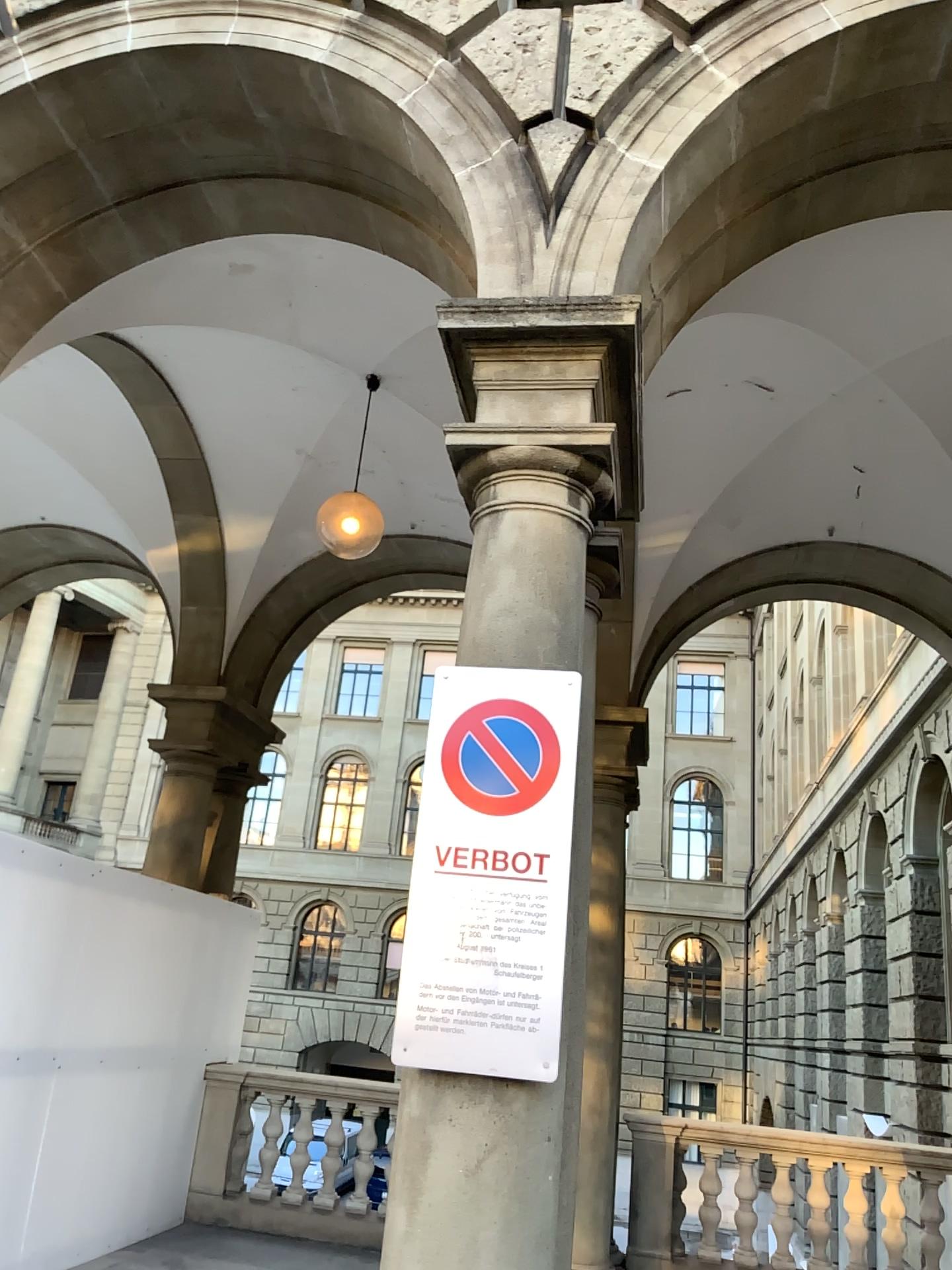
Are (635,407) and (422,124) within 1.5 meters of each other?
yes

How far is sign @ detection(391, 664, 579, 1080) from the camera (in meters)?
2.53

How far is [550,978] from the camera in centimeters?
253cm
